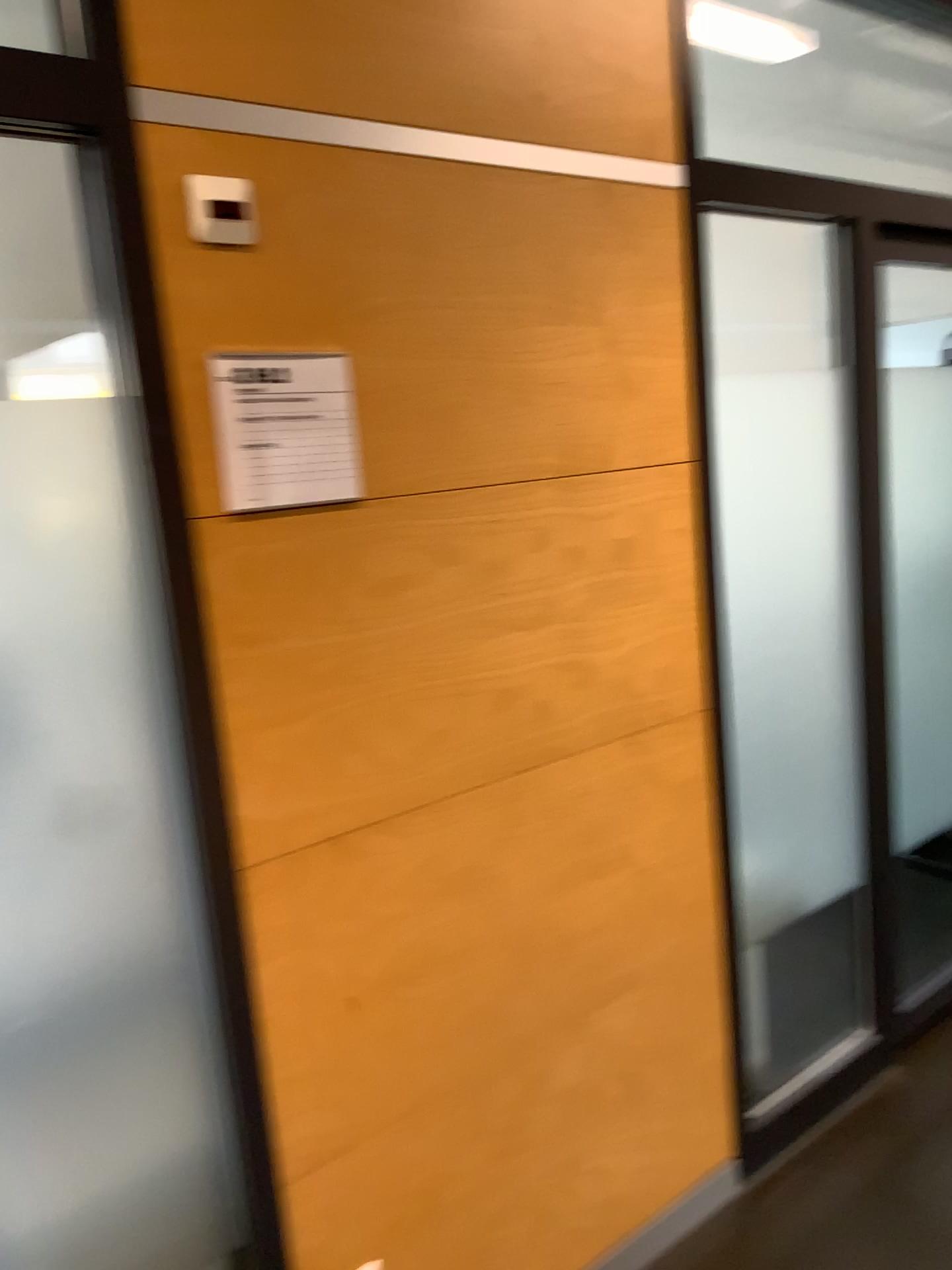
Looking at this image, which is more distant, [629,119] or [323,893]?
[629,119]

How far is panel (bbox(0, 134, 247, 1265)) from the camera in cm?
132

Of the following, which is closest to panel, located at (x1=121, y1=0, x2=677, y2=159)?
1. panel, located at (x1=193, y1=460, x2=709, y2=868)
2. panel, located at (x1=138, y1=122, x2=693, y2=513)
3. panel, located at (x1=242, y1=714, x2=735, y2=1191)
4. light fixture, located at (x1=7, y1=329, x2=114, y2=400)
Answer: panel, located at (x1=138, y1=122, x2=693, y2=513)

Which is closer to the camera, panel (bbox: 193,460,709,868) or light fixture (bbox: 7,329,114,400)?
panel (bbox: 193,460,709,868)

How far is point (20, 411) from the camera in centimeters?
132cm

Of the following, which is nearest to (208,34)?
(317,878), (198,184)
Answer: (198,184)

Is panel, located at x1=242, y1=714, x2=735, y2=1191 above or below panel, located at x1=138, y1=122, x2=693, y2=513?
below

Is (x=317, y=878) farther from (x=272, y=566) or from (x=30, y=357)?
(x=30, y=357)

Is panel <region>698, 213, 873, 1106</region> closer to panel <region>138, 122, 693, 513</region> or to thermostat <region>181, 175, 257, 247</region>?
panel <region>138, 122, 693, 513</region>

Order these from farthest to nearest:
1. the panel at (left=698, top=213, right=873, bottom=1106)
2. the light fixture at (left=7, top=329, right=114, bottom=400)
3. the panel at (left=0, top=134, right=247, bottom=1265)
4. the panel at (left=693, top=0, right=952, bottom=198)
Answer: the panel at (left=693, top=0, right=952, bottom=198) < the light fixture at (left=7, top=329, right=114, bottom=400) < the panel at (left=698, top=213, right=873, bottom=1106) < the panel at (left=0, top=134, right=247, bottom=1265)
